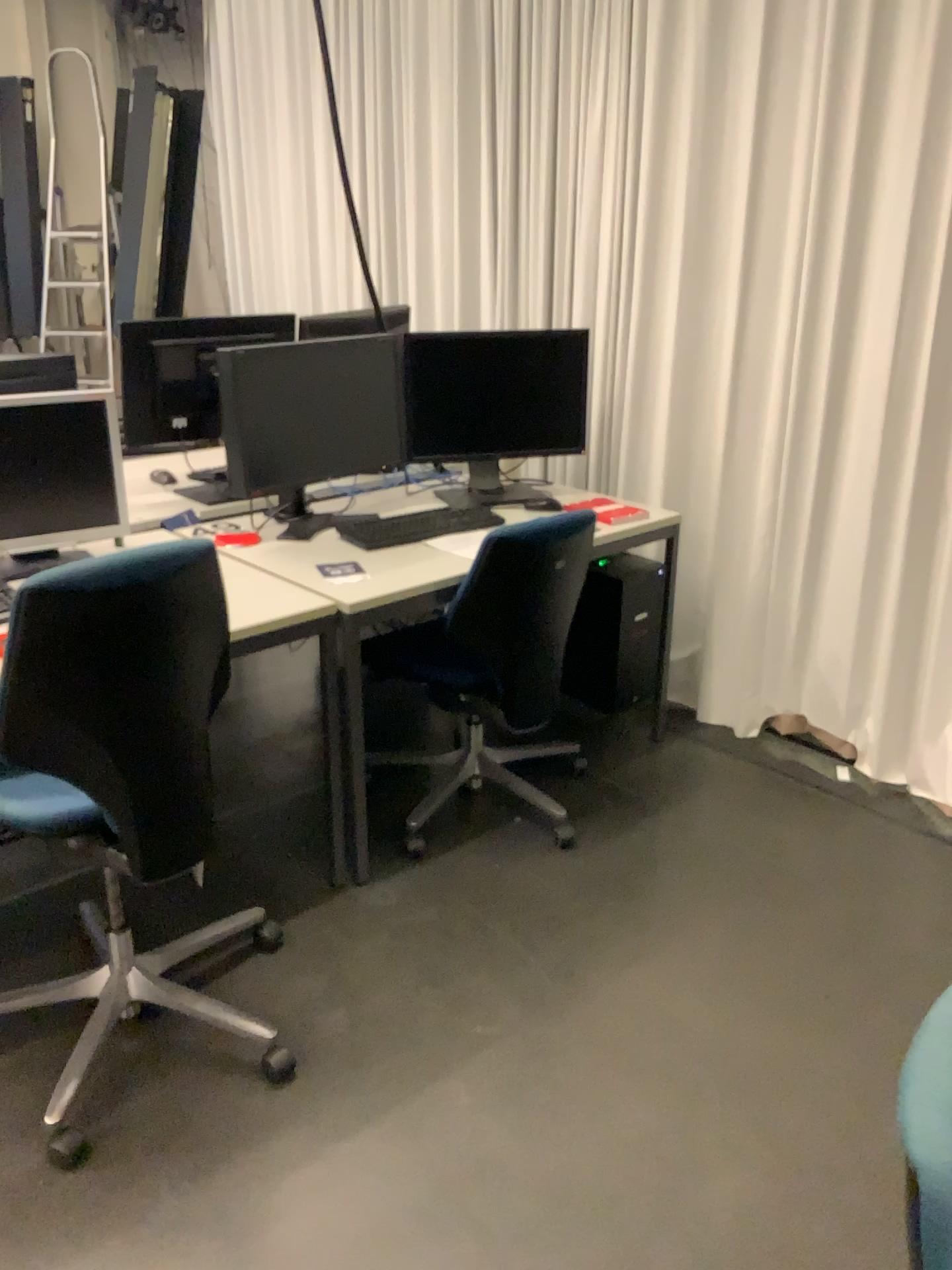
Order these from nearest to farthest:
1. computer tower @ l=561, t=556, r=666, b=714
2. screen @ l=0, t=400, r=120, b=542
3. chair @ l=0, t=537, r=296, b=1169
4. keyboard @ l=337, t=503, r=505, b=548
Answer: chair @ l=0, t=537, r=296, b=1169, screen @ l=0, t=400, r=120, b=542, keyboard @ l=337, t=503, r=505, b=548, computer tower @ l=561, t=556, r=666, b=714

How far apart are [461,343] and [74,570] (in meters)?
1.71

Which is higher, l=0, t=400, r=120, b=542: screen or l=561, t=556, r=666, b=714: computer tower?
l=0, t=400, r=120, b=542: screen

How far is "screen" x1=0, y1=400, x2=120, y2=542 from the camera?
2.45m

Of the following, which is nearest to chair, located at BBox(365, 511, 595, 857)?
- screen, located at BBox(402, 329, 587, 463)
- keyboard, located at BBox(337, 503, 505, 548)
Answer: keyboard, located at BBox(337, 503, 505, 548)

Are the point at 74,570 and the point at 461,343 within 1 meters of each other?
no

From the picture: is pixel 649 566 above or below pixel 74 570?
below

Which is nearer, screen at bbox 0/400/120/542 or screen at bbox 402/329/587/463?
screen at bbox 0/400/120/542

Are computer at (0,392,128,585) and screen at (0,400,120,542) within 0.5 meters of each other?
yes

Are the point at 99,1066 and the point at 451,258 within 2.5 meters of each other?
no
